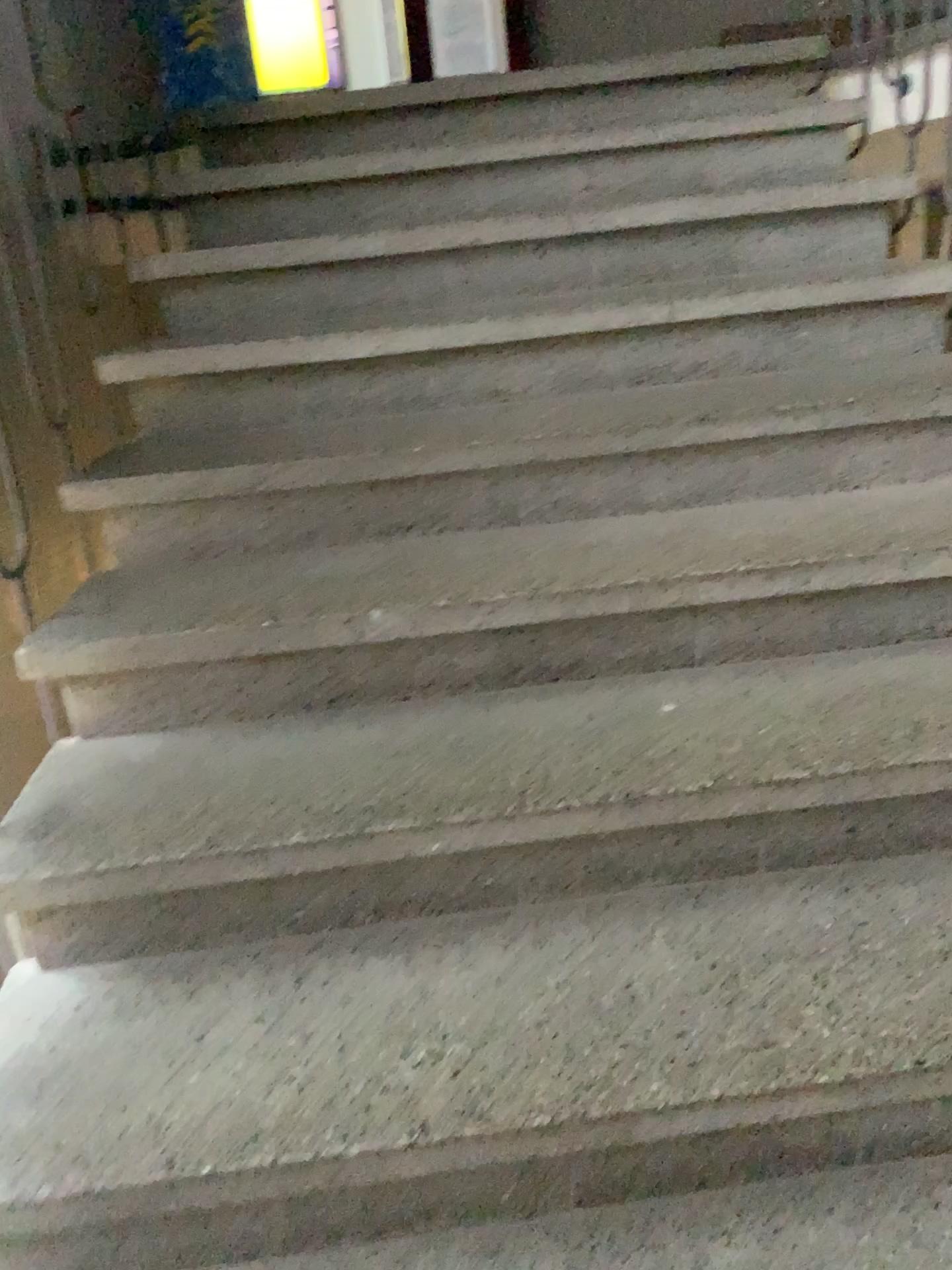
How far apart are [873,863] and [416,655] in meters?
0.7 m
